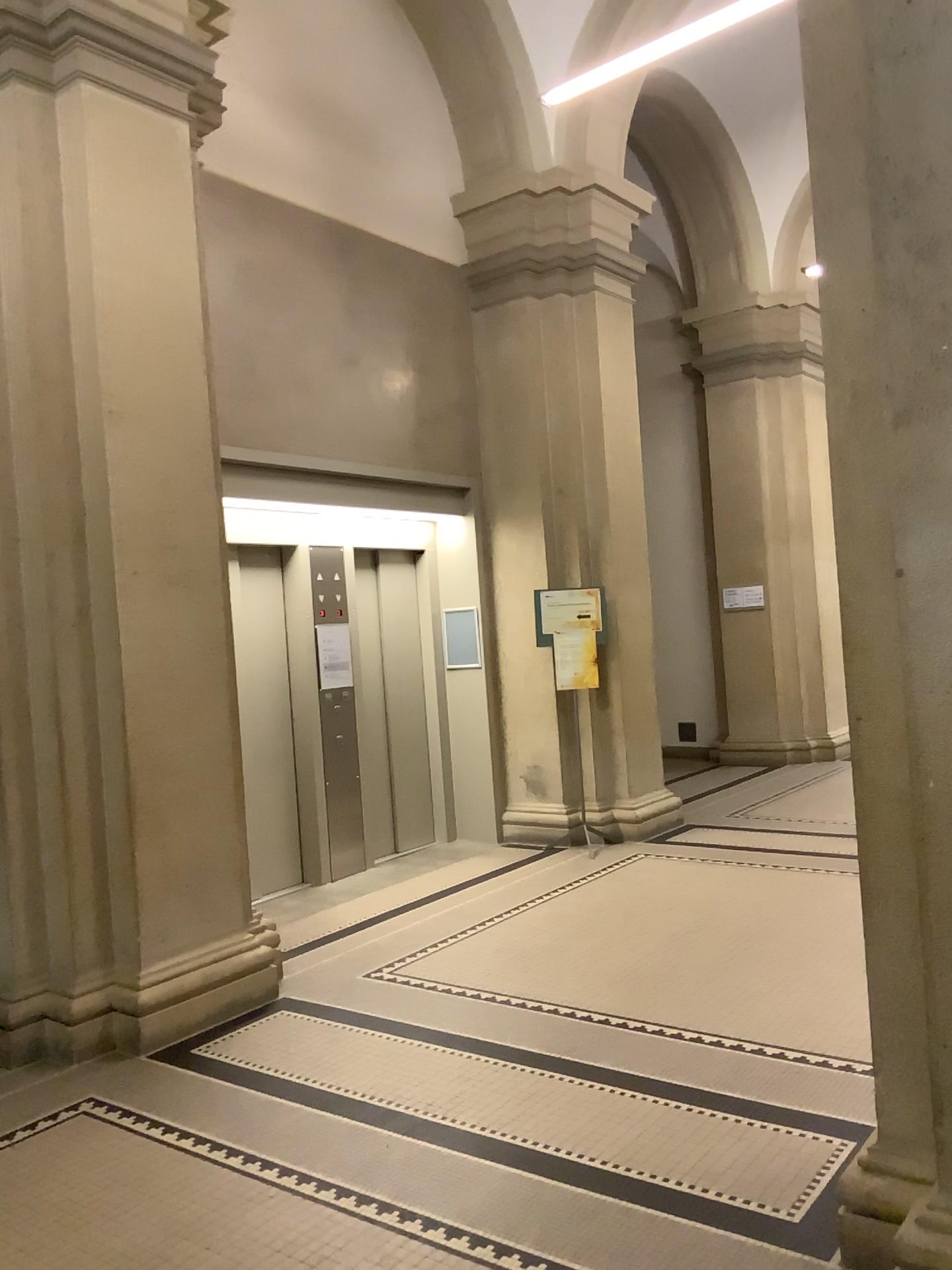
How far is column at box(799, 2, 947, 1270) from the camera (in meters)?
2.19

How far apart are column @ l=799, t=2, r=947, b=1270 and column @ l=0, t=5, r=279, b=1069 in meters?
2.7 m

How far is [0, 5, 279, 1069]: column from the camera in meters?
4.3

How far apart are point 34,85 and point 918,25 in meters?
3.5 m

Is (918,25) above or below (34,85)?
below

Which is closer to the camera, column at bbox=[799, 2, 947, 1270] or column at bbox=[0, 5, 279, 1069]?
column at bbox=[799, 2, 947, 1270]

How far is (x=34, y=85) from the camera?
4.3 meters

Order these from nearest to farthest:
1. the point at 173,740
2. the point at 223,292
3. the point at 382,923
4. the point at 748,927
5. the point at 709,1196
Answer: the point at 709,1196, the point at 173,740, the point at 748,927, the point at 223,292, the point at 382,923
